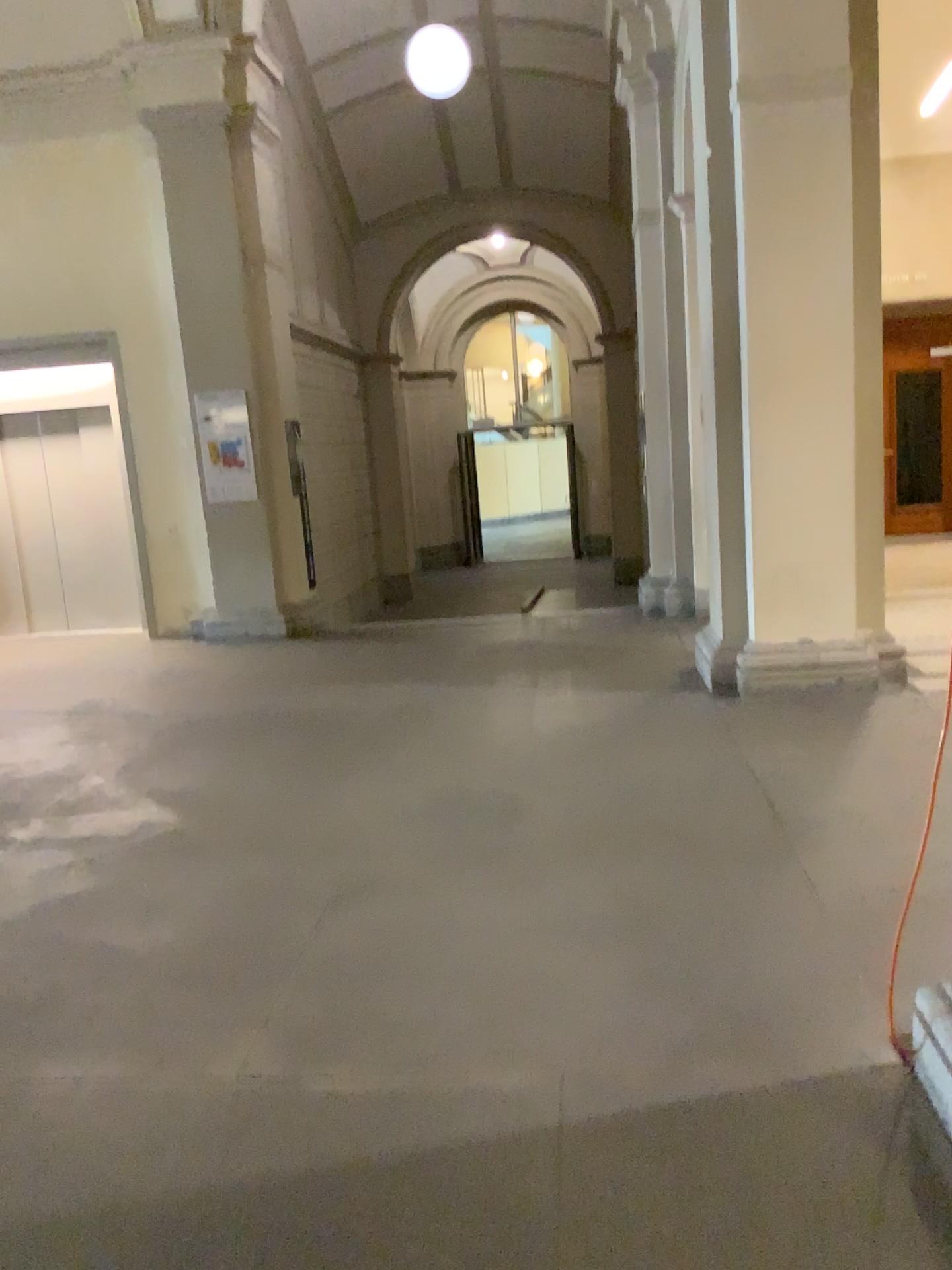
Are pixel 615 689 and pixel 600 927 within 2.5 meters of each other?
no
